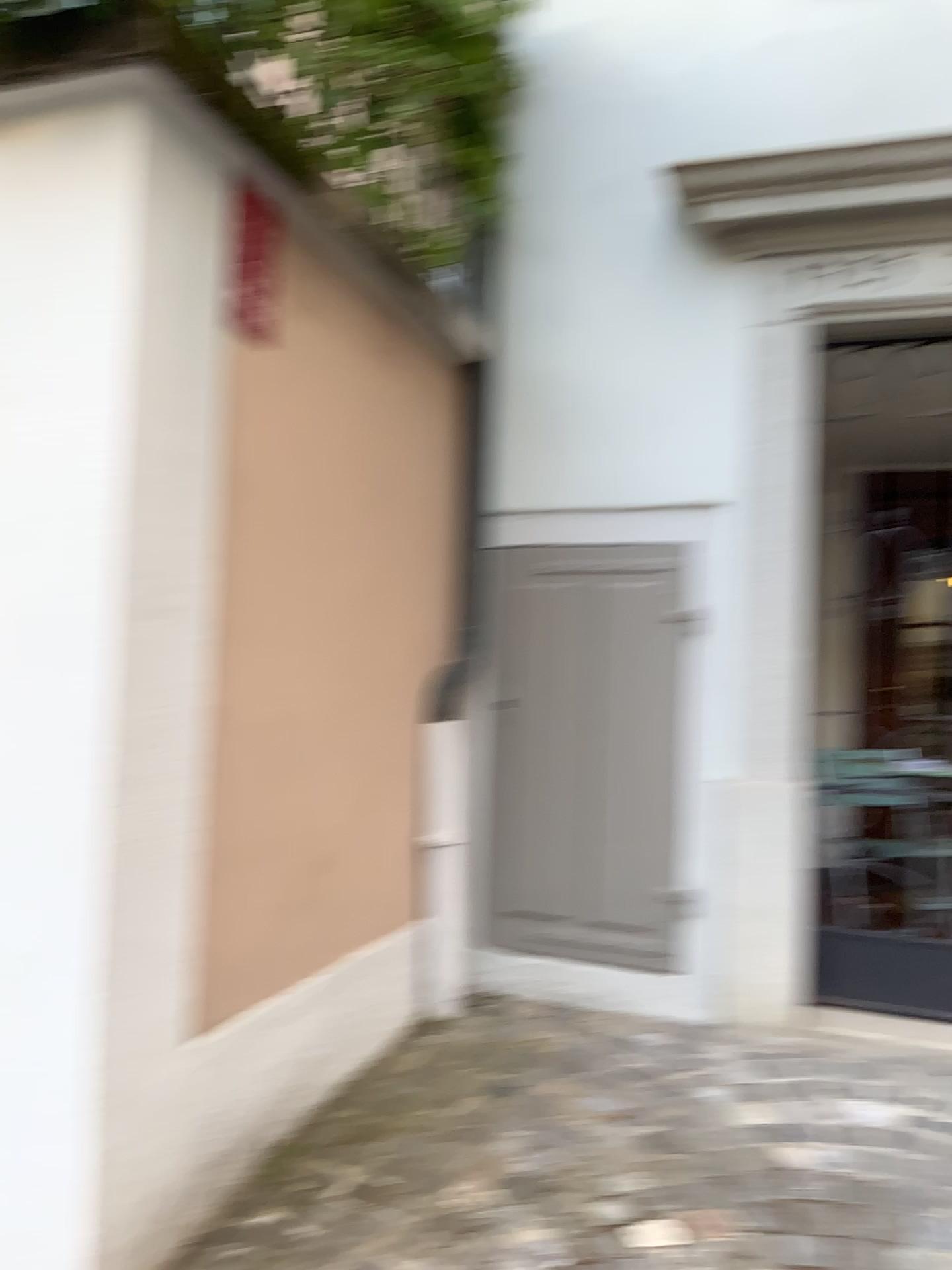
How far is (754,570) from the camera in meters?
3.1 m

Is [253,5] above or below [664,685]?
above

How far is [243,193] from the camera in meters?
2.0 m

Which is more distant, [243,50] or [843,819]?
[843,819]

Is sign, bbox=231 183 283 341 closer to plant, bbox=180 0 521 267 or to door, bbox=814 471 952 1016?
plant, bbox=180 0 521 267

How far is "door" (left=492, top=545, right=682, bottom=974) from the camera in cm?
317

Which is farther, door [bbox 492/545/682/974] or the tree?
door [bbox 492/545/682/974]

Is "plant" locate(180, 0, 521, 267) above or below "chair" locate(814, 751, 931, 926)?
above

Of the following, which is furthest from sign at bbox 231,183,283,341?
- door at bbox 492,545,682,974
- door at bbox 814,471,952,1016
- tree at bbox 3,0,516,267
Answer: door at bbox 814,471,952,1016

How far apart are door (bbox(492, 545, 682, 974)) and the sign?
1.4m
